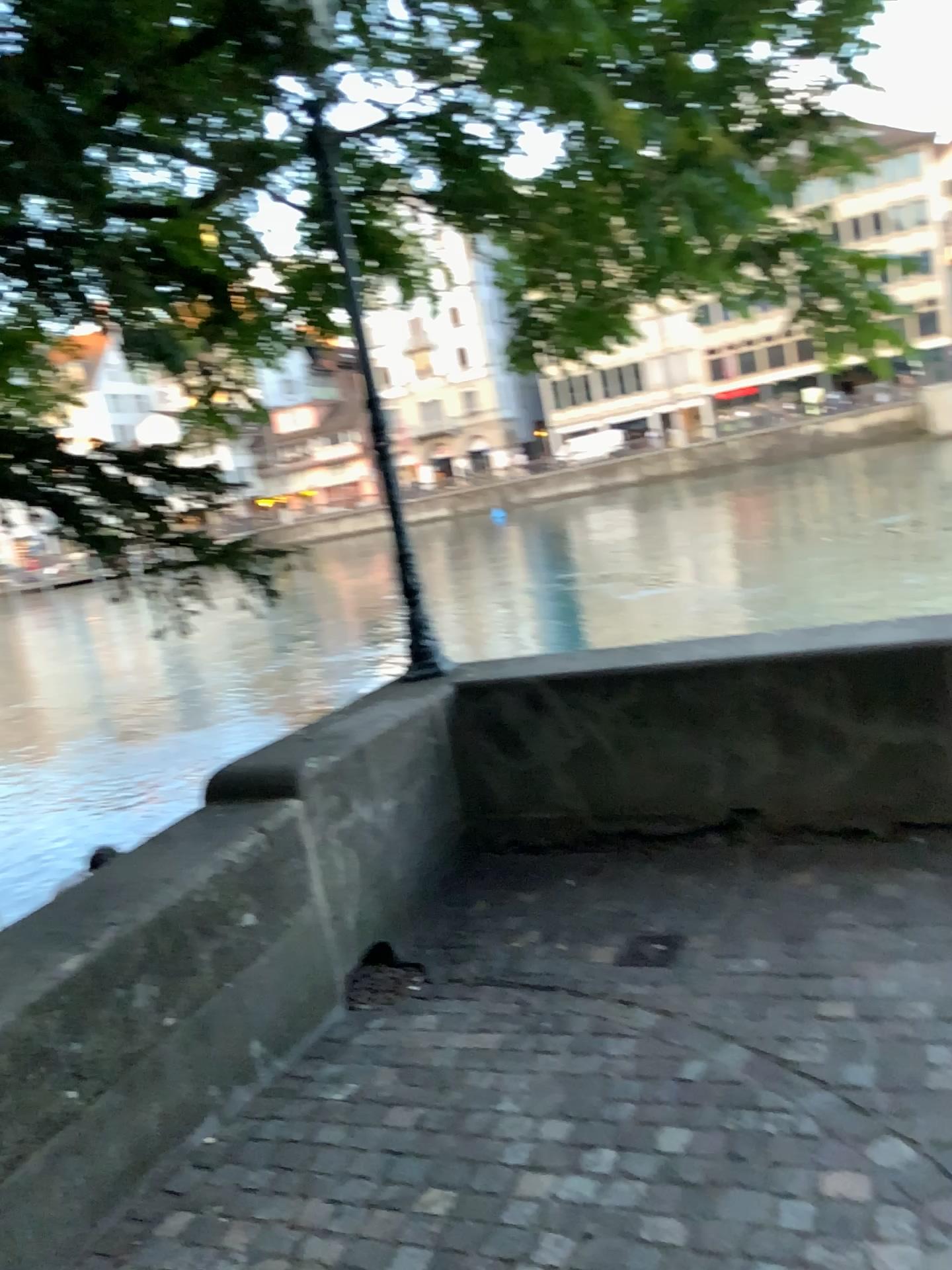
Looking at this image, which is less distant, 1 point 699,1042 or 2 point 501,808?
1 point 699,1042
